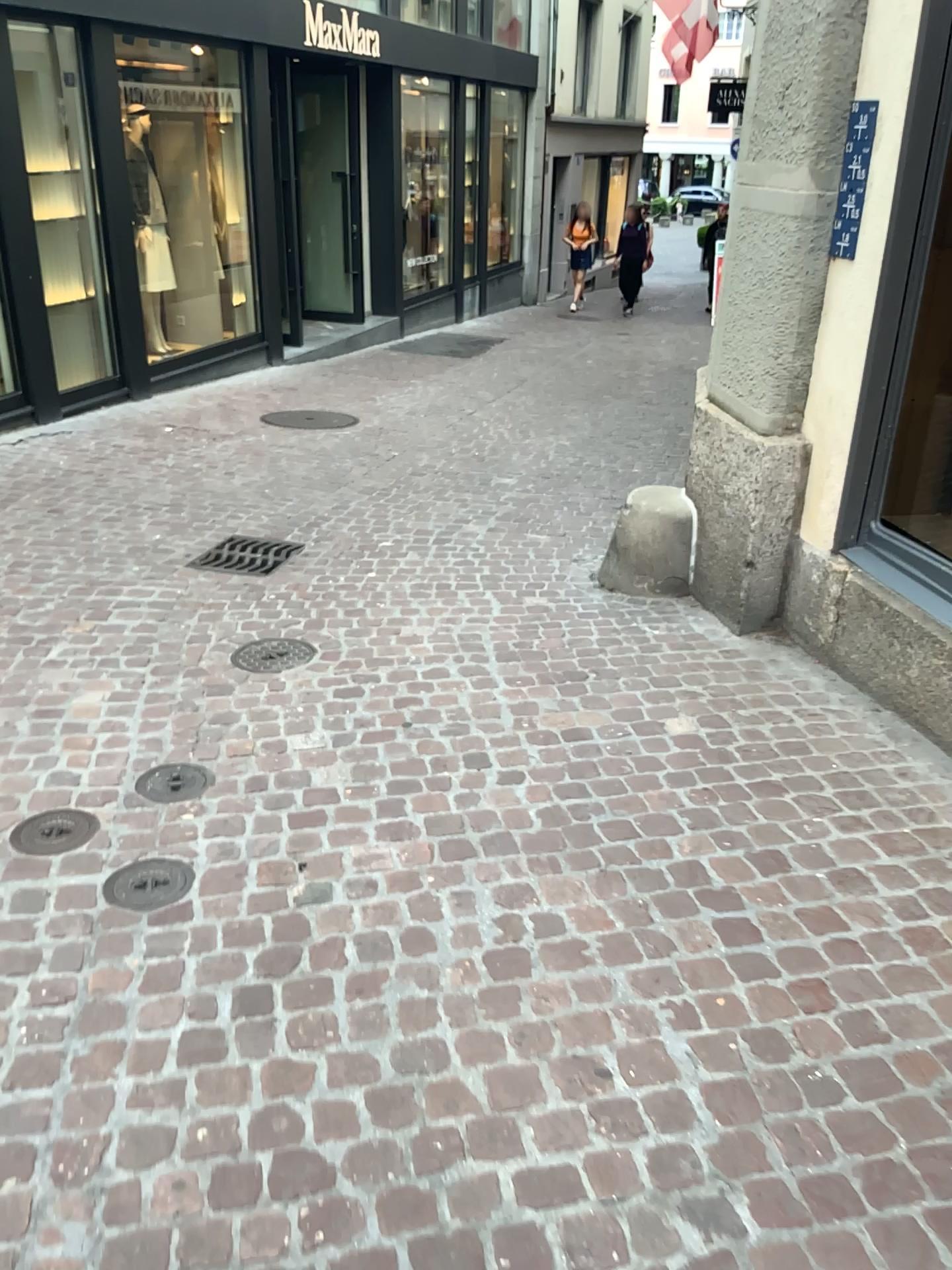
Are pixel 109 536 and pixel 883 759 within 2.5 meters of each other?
no

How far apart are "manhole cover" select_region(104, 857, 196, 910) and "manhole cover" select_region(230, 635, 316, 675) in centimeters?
119cm

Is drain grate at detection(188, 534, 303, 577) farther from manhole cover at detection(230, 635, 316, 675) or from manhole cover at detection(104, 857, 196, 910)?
manhole cover at detection(104, 857, 196, 910)

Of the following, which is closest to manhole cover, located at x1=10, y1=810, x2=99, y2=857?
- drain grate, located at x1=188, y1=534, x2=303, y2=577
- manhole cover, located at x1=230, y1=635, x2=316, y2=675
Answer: manhole cover, located at x1=230, y1=635, x2=316, y2=675

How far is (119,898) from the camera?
2.4m

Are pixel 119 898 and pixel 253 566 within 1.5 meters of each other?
no

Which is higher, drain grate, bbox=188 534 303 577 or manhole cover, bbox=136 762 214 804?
drain grate, bbox=188 534 303 577

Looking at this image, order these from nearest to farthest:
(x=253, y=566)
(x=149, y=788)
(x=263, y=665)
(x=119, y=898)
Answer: (x=119, y=898)
(x=149, y=788)
(x=263, y=665)
(x=253, y=566)

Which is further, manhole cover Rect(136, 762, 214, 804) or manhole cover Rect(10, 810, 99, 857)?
manhole cover Rect(136, 762, 214, 804)

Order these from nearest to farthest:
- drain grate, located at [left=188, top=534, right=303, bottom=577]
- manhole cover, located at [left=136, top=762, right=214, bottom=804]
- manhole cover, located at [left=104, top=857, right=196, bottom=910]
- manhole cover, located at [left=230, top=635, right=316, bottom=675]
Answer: manhole cover, located at [left=104, top=857, right=196, bottom=910] → manhole cover, located at [left=136, top=762, right=214, bottom=804] → manhole cover, located at [left=230, top=635, right=316, bottom=675] → drain grate, located at [left=188, top=534, right=303, bottom=577]
